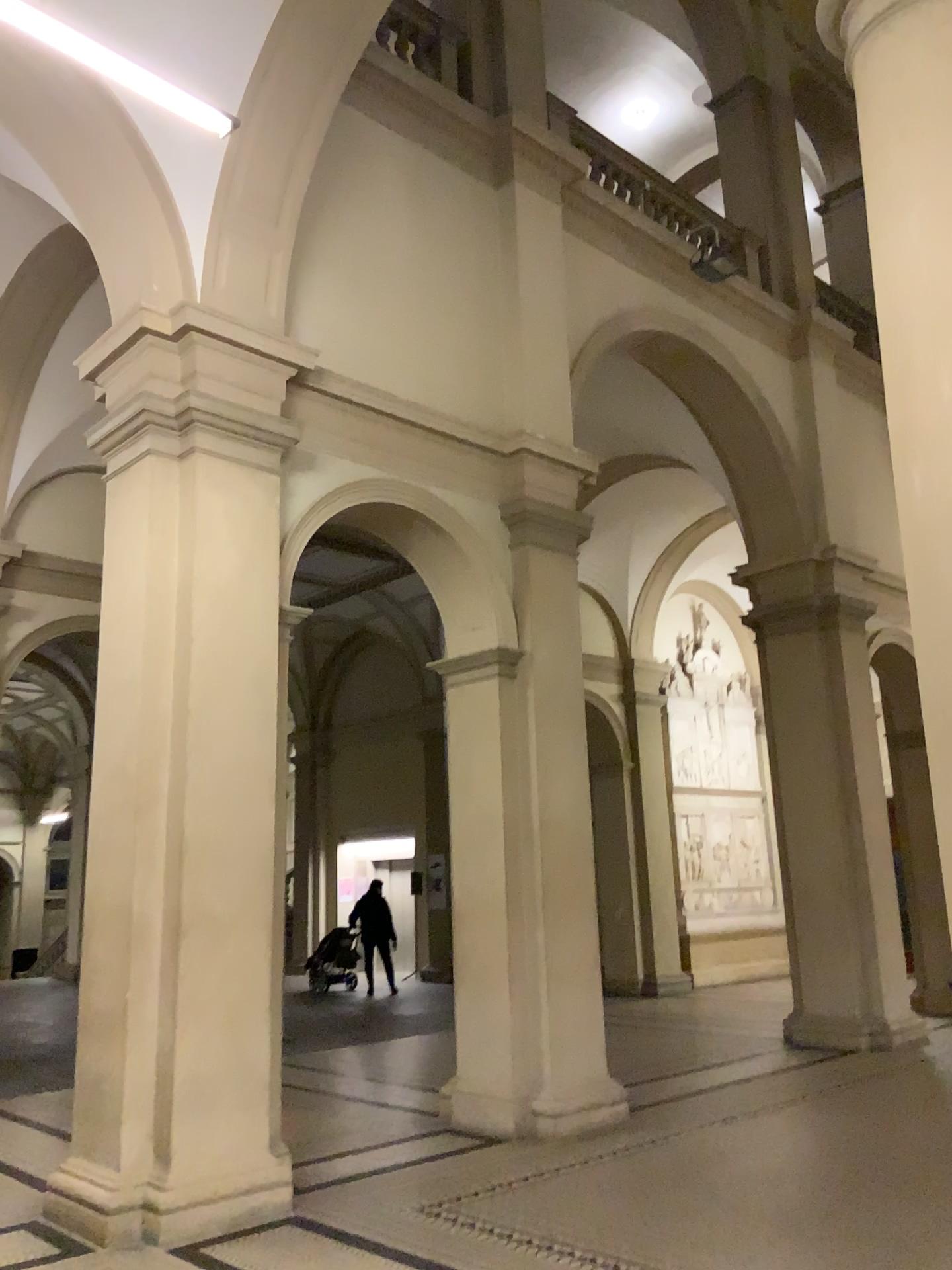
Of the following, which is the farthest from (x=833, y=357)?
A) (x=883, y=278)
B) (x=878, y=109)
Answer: (x=878, y=109)
